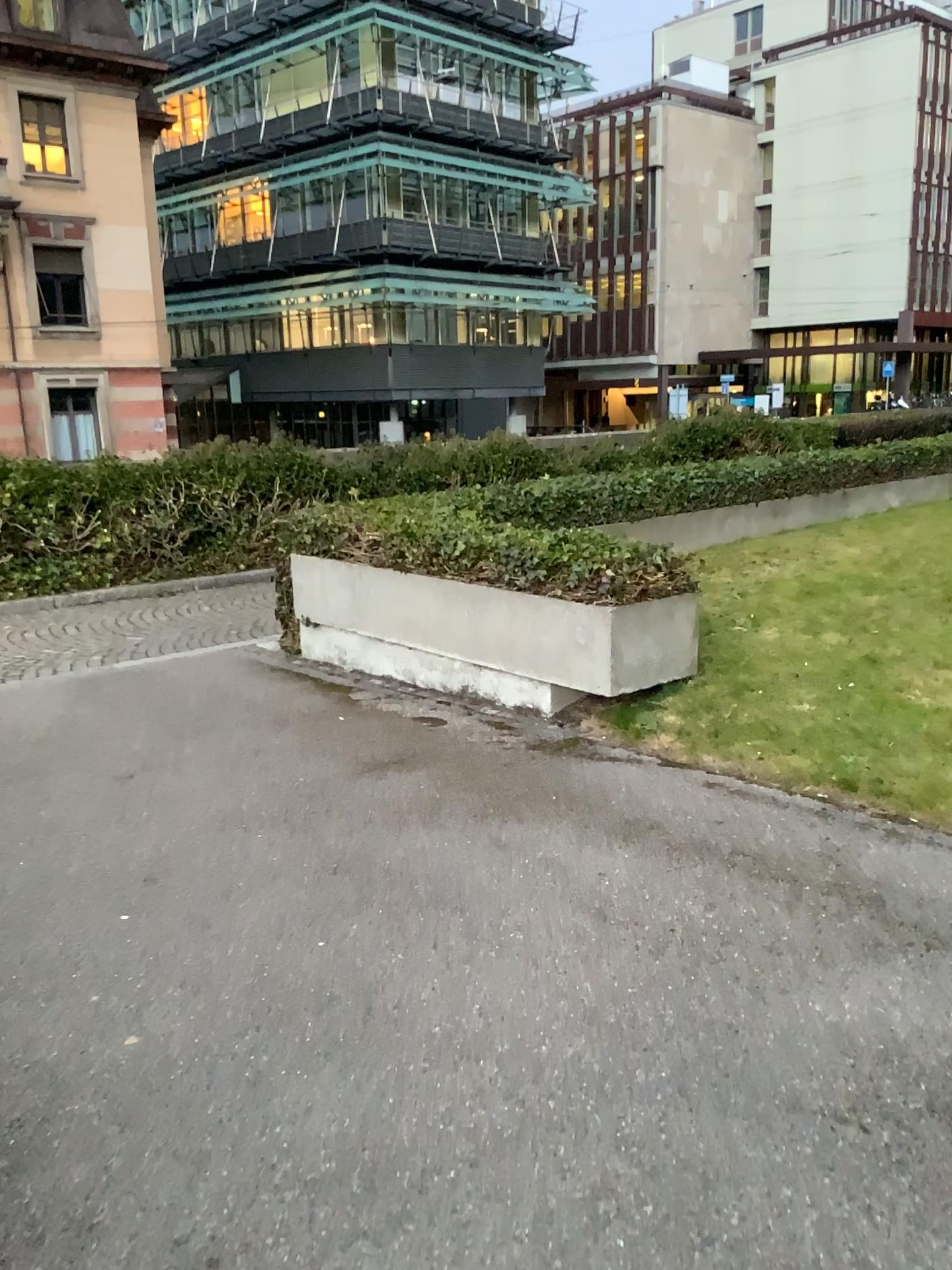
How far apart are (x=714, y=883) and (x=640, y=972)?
0.57m
